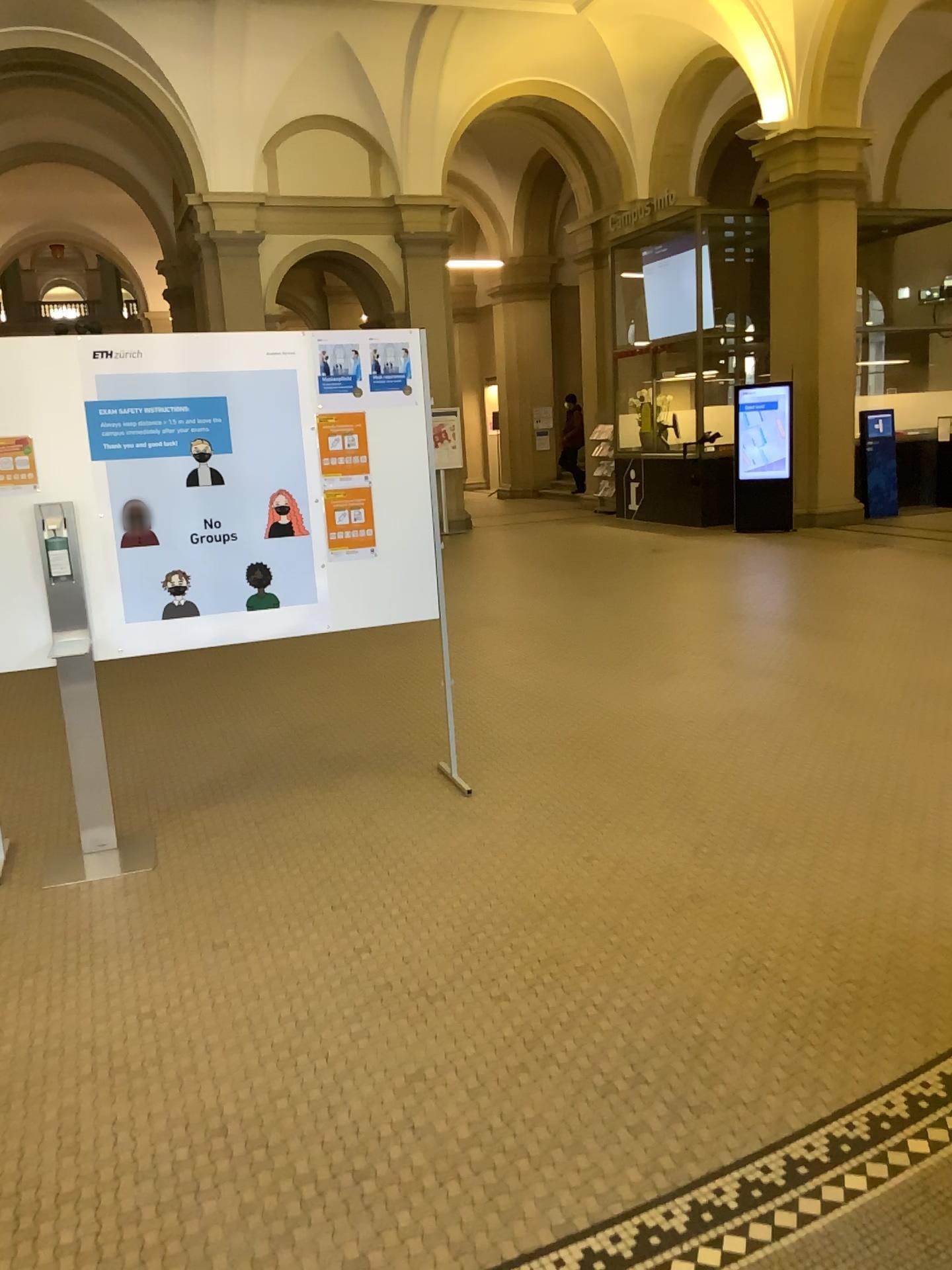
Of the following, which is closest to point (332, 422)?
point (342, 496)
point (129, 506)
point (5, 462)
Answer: point (342, 496)

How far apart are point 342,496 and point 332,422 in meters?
0.3 m

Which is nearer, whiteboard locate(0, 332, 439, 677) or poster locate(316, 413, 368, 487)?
whiteboard locate(0, 332, 439, 677)

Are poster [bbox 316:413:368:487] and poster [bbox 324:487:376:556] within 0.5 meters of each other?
yes

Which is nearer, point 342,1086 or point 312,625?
point 342,1086

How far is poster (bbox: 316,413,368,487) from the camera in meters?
4.2 m

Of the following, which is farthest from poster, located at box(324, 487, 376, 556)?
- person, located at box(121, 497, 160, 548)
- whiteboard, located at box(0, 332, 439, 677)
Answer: person, located at box(121, 497, 160, 548)

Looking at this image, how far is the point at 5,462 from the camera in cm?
378

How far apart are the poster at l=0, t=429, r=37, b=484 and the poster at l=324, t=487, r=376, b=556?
1.13m

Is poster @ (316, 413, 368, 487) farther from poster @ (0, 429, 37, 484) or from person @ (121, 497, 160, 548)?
poster @ (0, 429, 37, 484)
